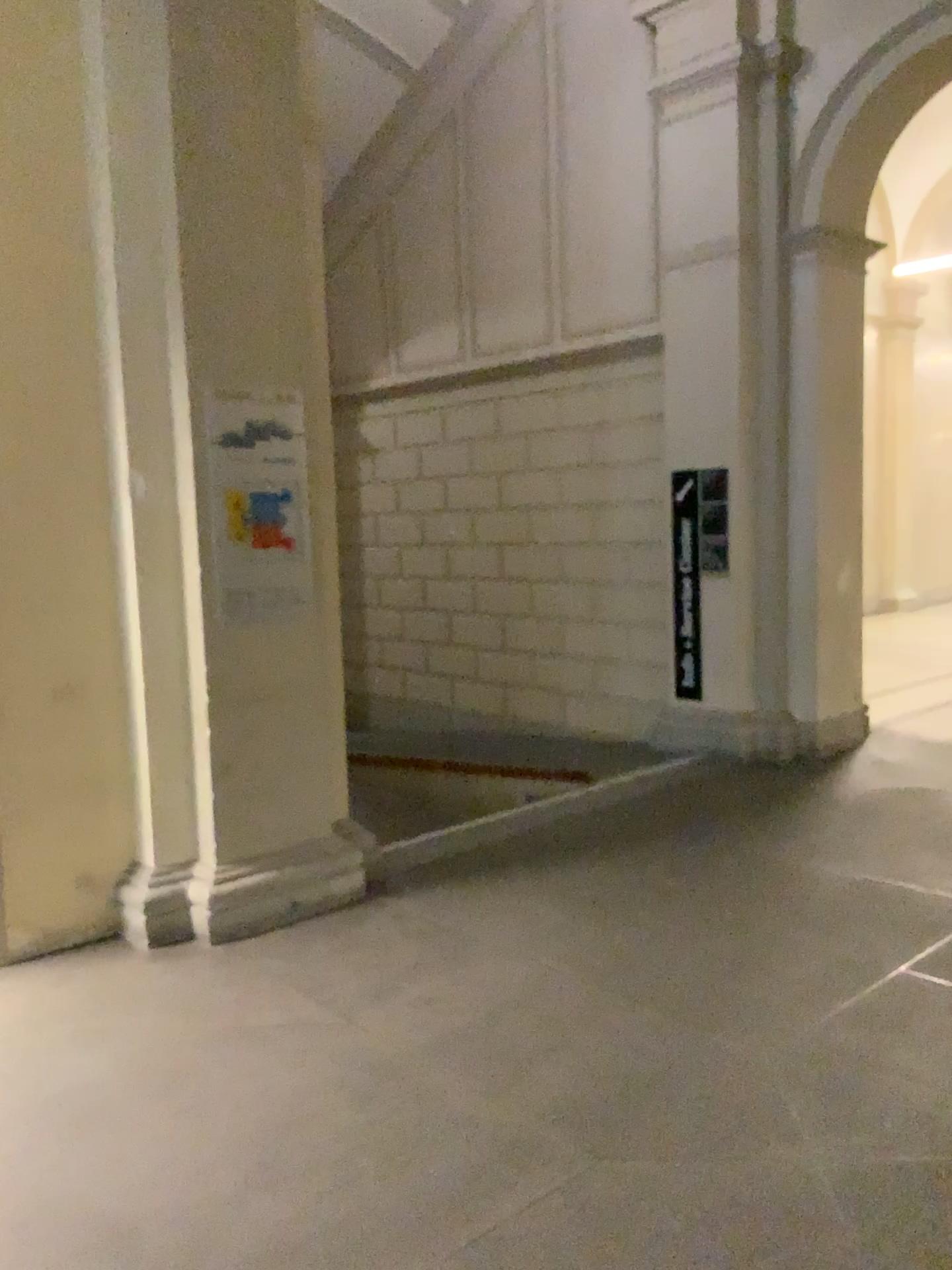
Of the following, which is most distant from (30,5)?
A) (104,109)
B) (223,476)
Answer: (223,476)

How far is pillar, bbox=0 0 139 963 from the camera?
3.8m

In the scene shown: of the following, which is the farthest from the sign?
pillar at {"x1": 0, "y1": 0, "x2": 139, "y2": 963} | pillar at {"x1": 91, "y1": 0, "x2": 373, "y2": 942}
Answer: pillar at {"x1": 0, "y1": 0, "x2": 139, "y2": 963}

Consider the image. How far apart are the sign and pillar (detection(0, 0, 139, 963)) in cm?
38

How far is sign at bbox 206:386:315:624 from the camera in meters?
4.0

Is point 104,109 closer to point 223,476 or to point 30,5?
point 30,5

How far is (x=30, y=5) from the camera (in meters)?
3.83

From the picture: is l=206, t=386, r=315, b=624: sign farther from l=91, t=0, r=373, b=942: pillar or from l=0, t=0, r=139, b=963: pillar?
l=0, t=0, r=139, b=963: pillar

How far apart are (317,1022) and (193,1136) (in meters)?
0.64
